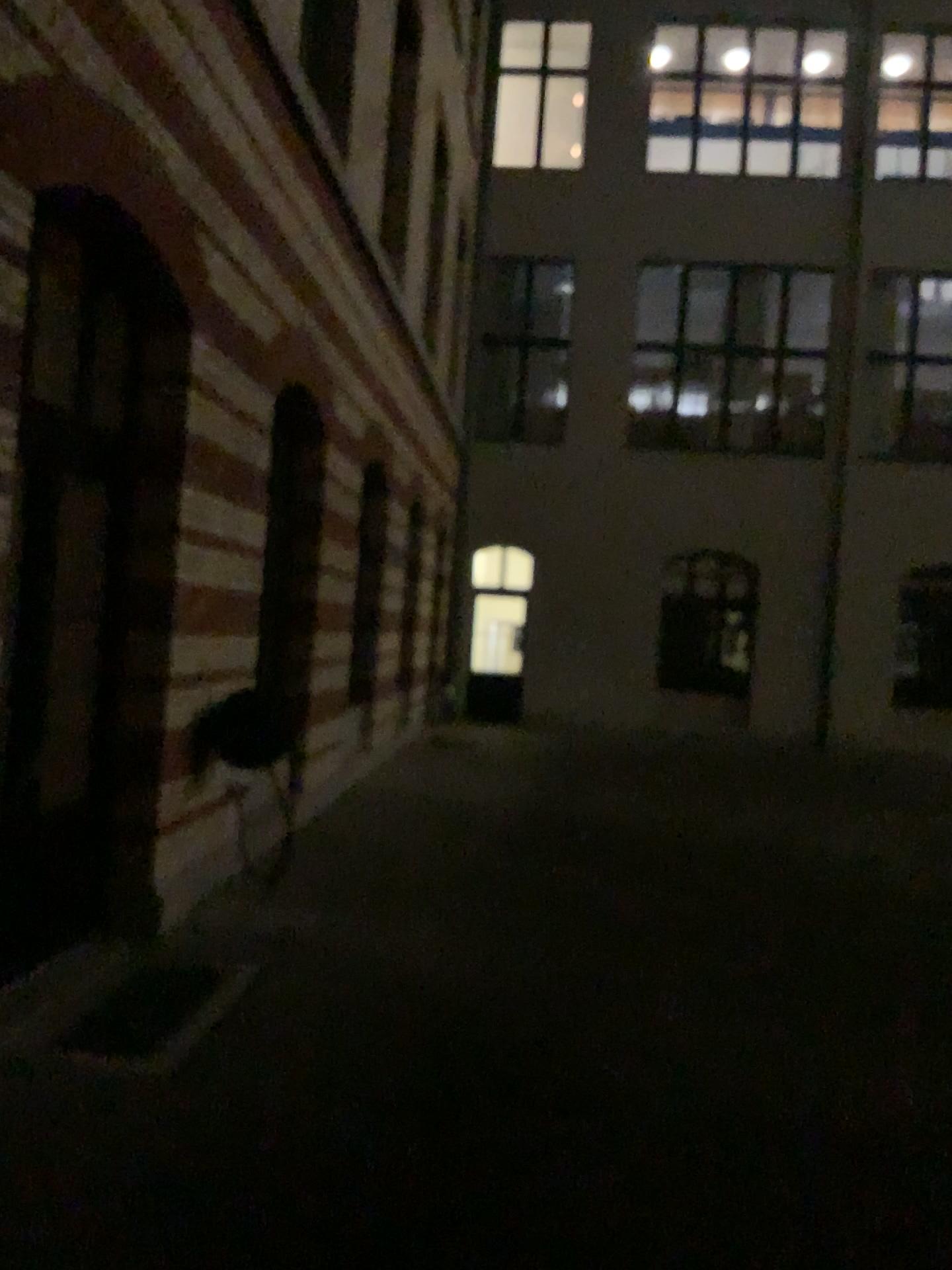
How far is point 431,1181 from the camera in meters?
3.3
